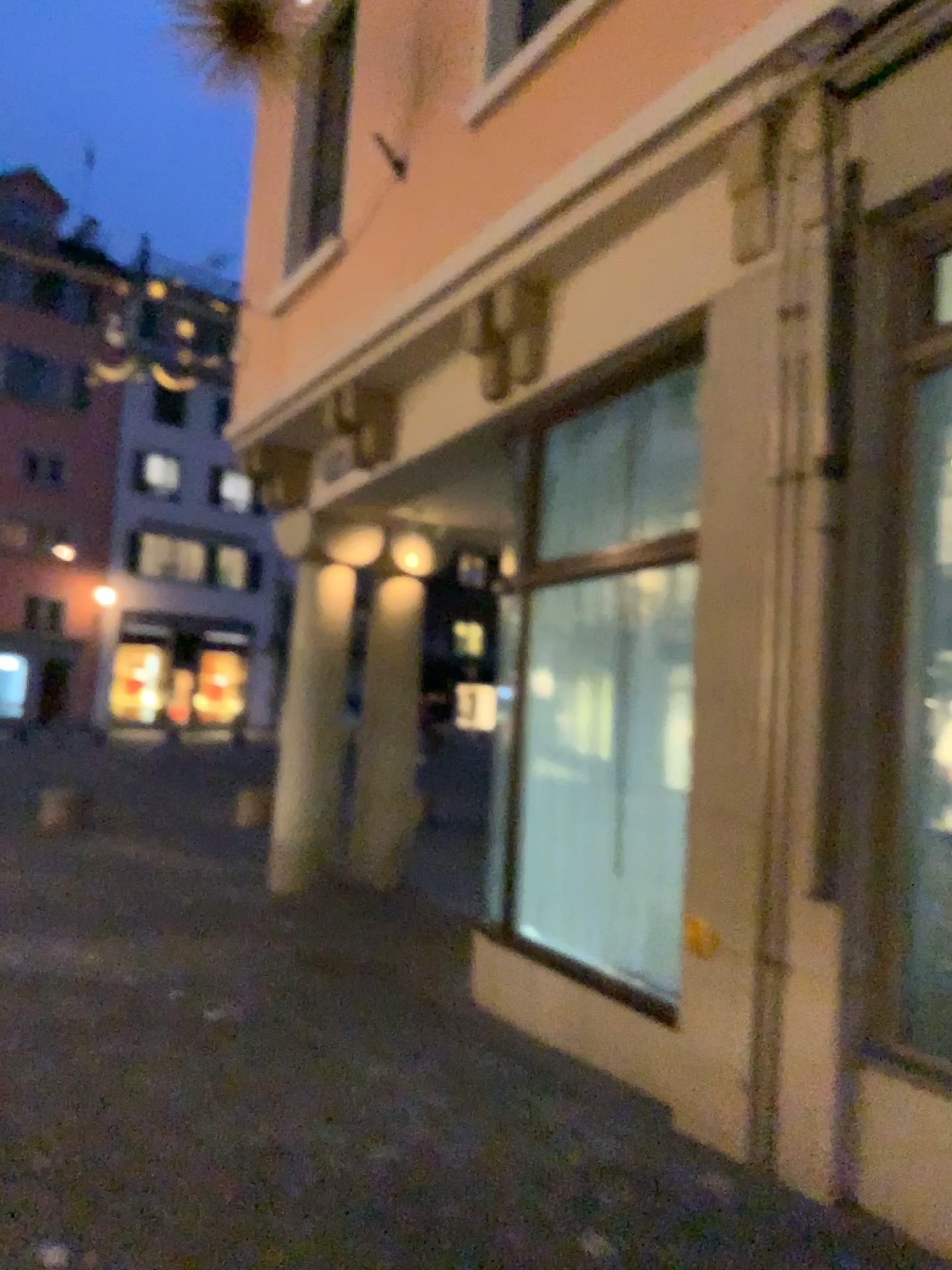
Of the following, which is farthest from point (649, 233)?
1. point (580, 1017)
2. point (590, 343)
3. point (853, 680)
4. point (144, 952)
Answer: point (144, 952)
